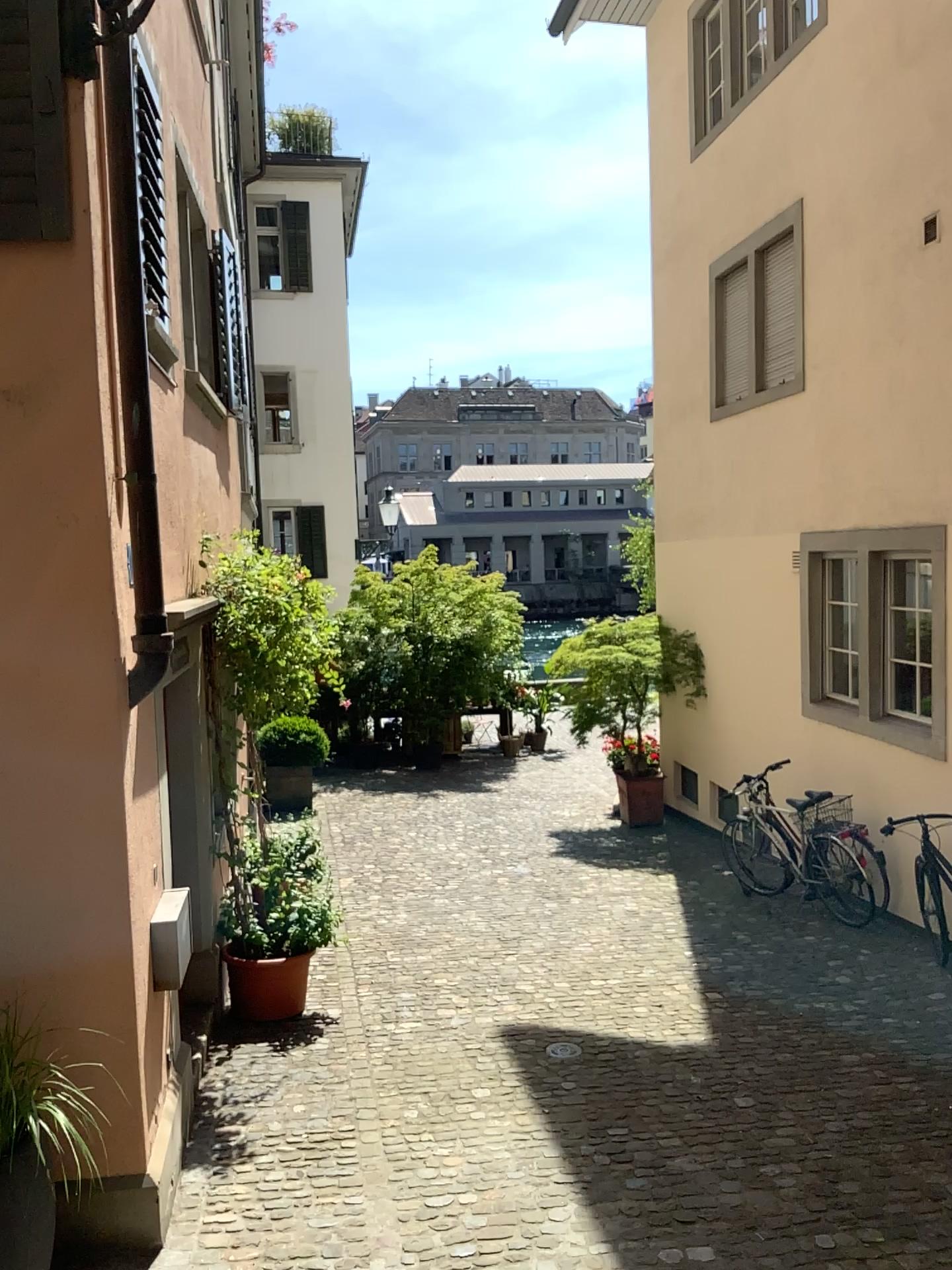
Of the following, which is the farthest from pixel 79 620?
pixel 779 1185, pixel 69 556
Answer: pixel 779 1185
